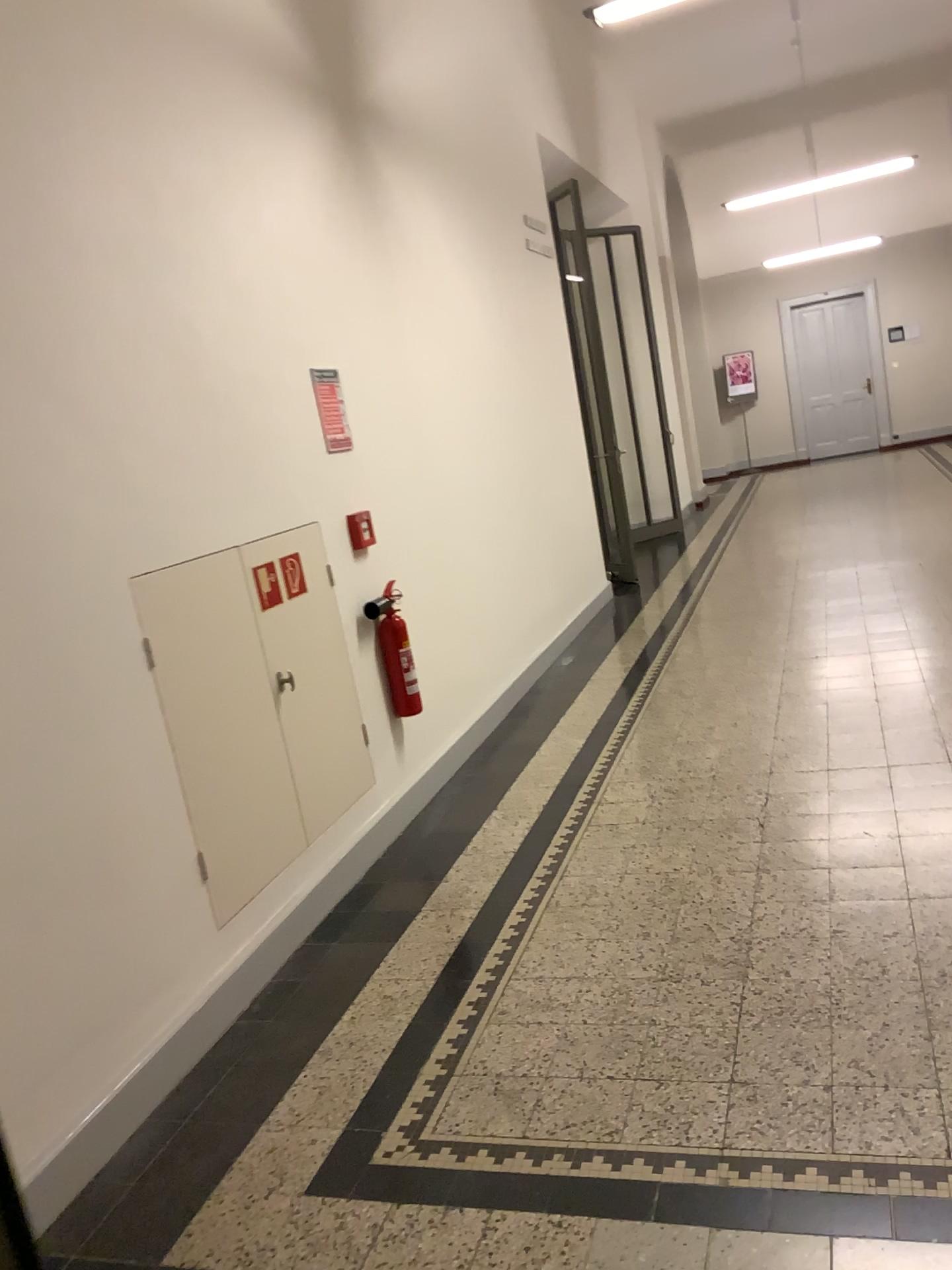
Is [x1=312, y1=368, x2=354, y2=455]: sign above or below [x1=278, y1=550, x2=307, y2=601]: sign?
above

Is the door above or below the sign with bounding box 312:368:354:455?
below

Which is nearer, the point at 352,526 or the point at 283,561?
the point at 283,561

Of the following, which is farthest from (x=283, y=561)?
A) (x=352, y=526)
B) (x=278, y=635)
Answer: (x=352, y=526)

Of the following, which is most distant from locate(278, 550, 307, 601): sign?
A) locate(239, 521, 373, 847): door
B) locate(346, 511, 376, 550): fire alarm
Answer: locate(346, 511, 376, 550): fire alarm

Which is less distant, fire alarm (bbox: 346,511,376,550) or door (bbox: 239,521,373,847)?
door (bbox: 239,521,373,847)

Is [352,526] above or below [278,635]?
above

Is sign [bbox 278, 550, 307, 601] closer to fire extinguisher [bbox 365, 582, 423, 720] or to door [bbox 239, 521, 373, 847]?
door [bbox 239, 521, 373, 847]

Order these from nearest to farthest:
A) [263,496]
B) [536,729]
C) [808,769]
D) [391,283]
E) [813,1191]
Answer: [813,1191]
[263,496]
[808,769]
[391,283]
[536,729]
